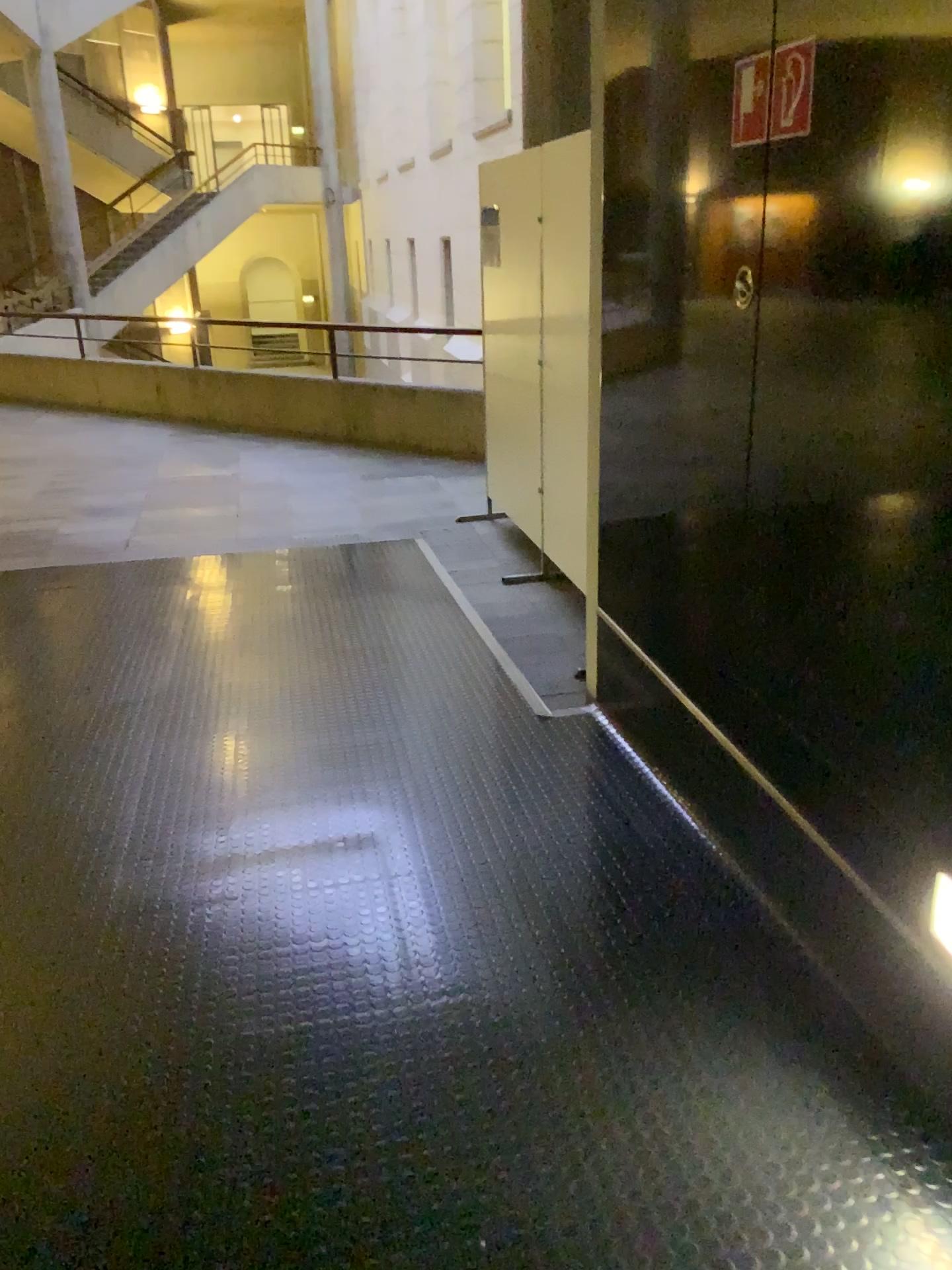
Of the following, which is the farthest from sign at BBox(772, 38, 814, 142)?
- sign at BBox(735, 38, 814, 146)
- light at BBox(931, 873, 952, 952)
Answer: light at BBox(931, 873, 952, 952)

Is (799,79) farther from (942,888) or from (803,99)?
(942,888)

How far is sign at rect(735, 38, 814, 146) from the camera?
1.8 meters

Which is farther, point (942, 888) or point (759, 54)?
point (759, 54)

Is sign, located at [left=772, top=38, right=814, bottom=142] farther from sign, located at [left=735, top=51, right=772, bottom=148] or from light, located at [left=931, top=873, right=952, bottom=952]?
light, located at [left=931, top=873, right=952, bottom=952]

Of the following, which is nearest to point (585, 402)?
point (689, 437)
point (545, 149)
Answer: point (545, 149)

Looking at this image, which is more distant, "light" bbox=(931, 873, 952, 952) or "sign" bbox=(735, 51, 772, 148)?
"sign" bbox=(735, 51, 772, 148)

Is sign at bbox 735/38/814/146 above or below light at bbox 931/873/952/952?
above

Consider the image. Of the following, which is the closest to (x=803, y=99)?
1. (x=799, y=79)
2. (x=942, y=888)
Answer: (x=799, y=79)

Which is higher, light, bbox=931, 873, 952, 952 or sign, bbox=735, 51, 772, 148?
sign, bbox=735, 51, 772, 148
